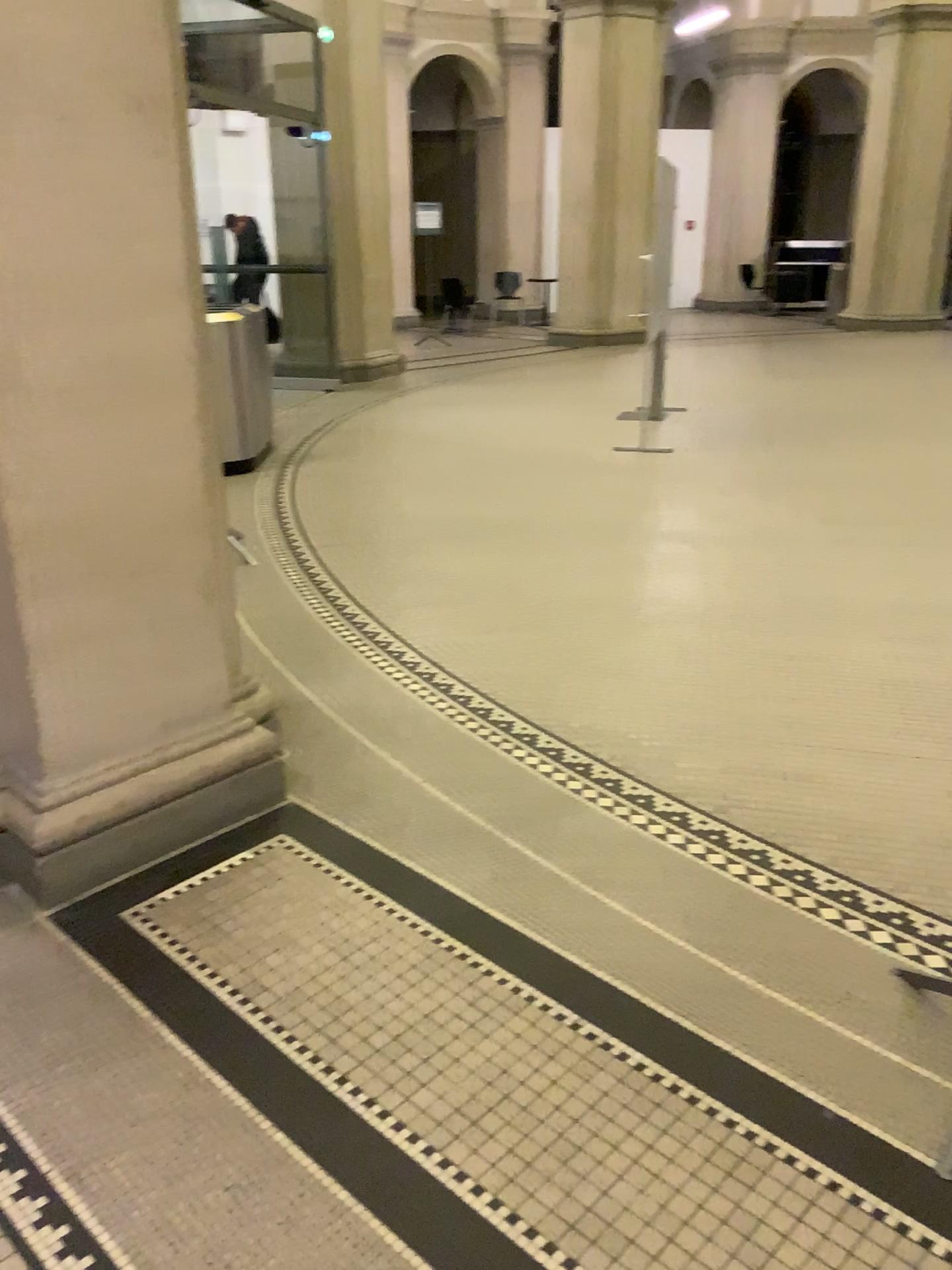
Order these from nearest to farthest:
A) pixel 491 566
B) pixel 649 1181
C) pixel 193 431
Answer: pixel 649 1181 → pixel 193 431 → pixel 491 566
